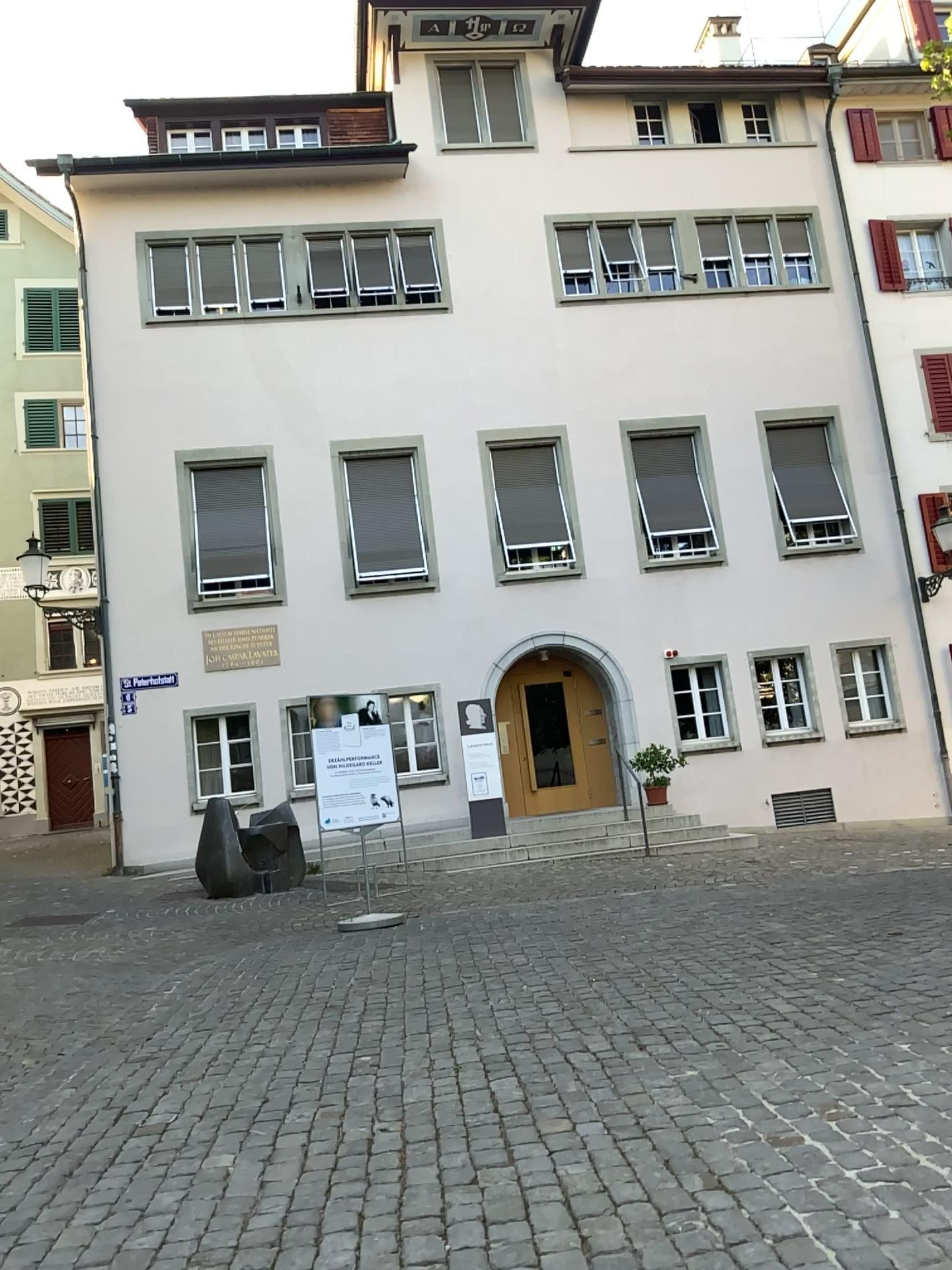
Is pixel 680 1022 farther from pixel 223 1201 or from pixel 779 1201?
pixel 223 1201
